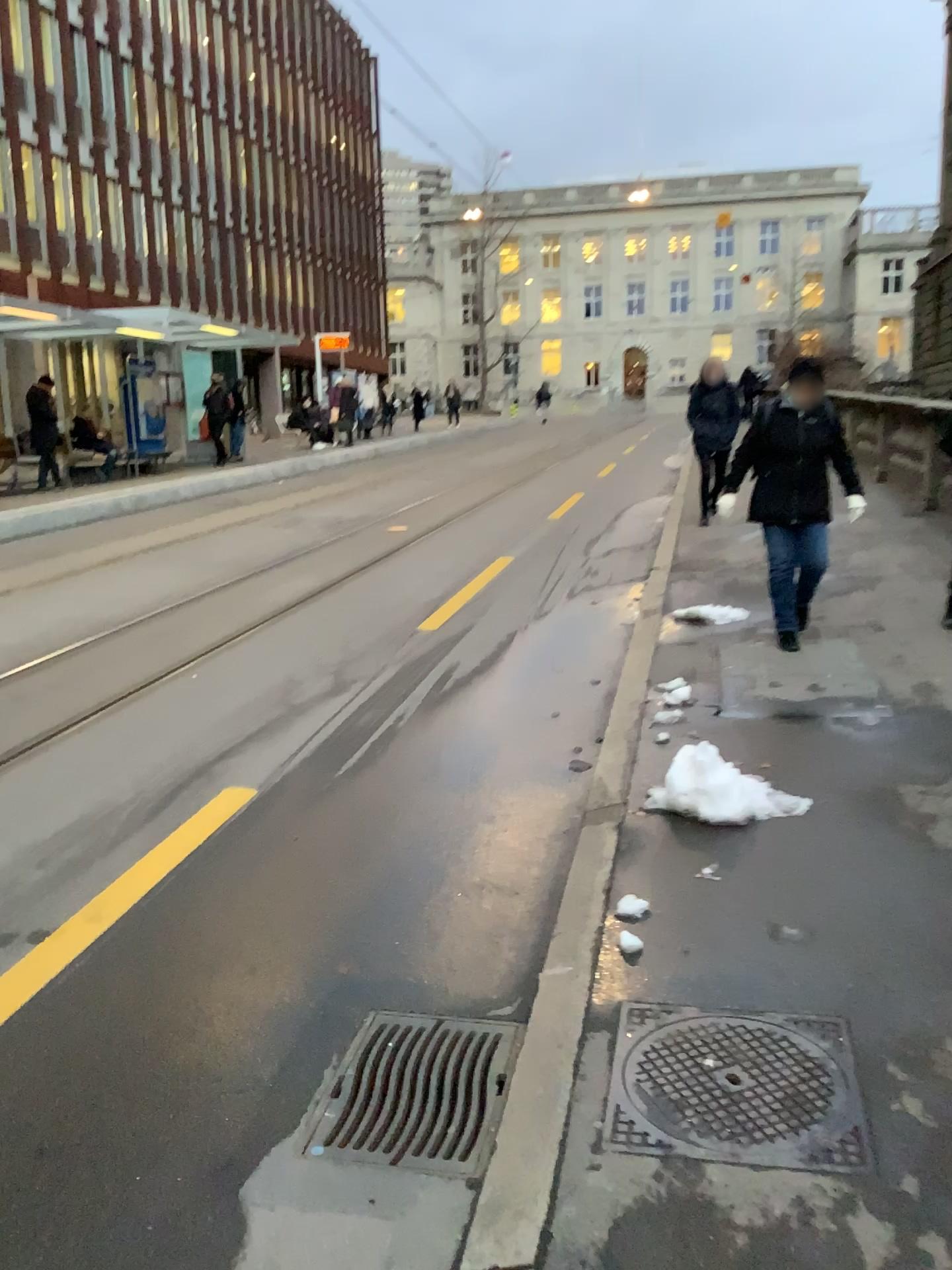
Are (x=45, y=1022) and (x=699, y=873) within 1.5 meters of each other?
no

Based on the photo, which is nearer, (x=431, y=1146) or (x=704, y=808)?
(x=431, y=1146)

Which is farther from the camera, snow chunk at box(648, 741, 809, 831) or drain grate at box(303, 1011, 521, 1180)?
snow chunk at box(648, 741, 809, 831)

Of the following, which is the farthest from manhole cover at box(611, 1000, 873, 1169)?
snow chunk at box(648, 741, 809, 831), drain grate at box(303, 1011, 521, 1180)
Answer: snow chunk at box(648, 741, 809, 831)

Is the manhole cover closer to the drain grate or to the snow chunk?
the drain grate

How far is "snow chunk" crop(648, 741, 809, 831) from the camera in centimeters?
349cm

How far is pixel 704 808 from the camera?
3.49m

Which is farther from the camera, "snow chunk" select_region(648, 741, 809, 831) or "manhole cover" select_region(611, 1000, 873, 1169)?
"snow chunk" select_region(648, 741, 809, 831)

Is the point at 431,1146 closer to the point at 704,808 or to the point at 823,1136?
the point at 823,1136
